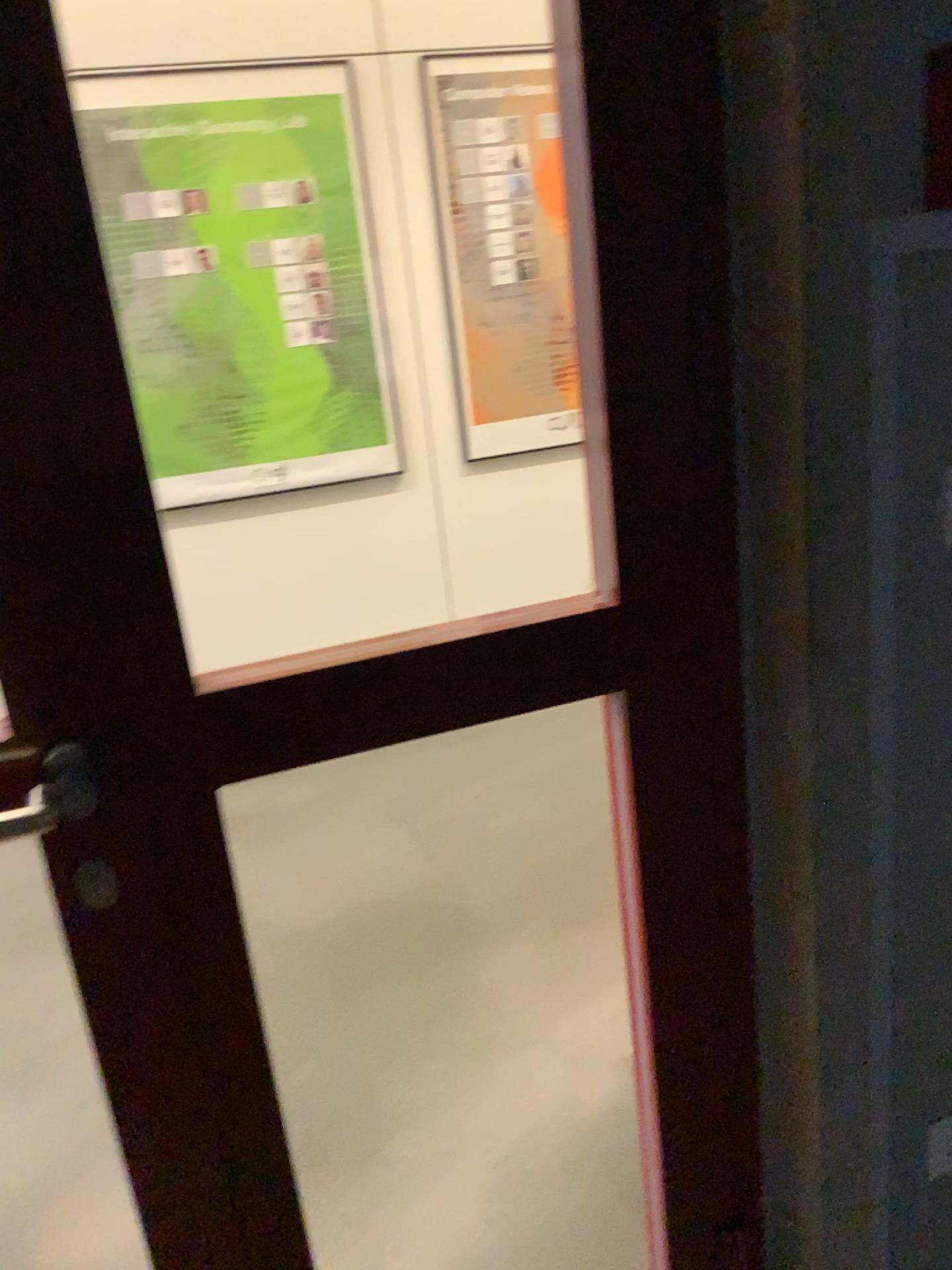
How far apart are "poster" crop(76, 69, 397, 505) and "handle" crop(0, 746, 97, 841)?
2.6m

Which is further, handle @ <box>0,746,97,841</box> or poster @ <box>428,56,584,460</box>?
poster @ <box>428,56,584,460</box>

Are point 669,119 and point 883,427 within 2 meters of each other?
yes

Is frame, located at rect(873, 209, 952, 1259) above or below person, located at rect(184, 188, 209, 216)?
below

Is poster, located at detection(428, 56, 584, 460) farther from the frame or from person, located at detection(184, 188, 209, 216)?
the frame

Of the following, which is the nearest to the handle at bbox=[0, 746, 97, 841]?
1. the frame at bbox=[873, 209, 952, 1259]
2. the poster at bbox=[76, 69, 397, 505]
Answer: the frame at bbox=[873, 209, 952, 1259]

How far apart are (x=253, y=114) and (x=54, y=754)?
2.9 meters

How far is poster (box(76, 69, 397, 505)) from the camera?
3.3m

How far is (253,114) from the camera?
3.3m

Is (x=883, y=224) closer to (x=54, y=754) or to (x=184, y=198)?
(x=54, y=754)
